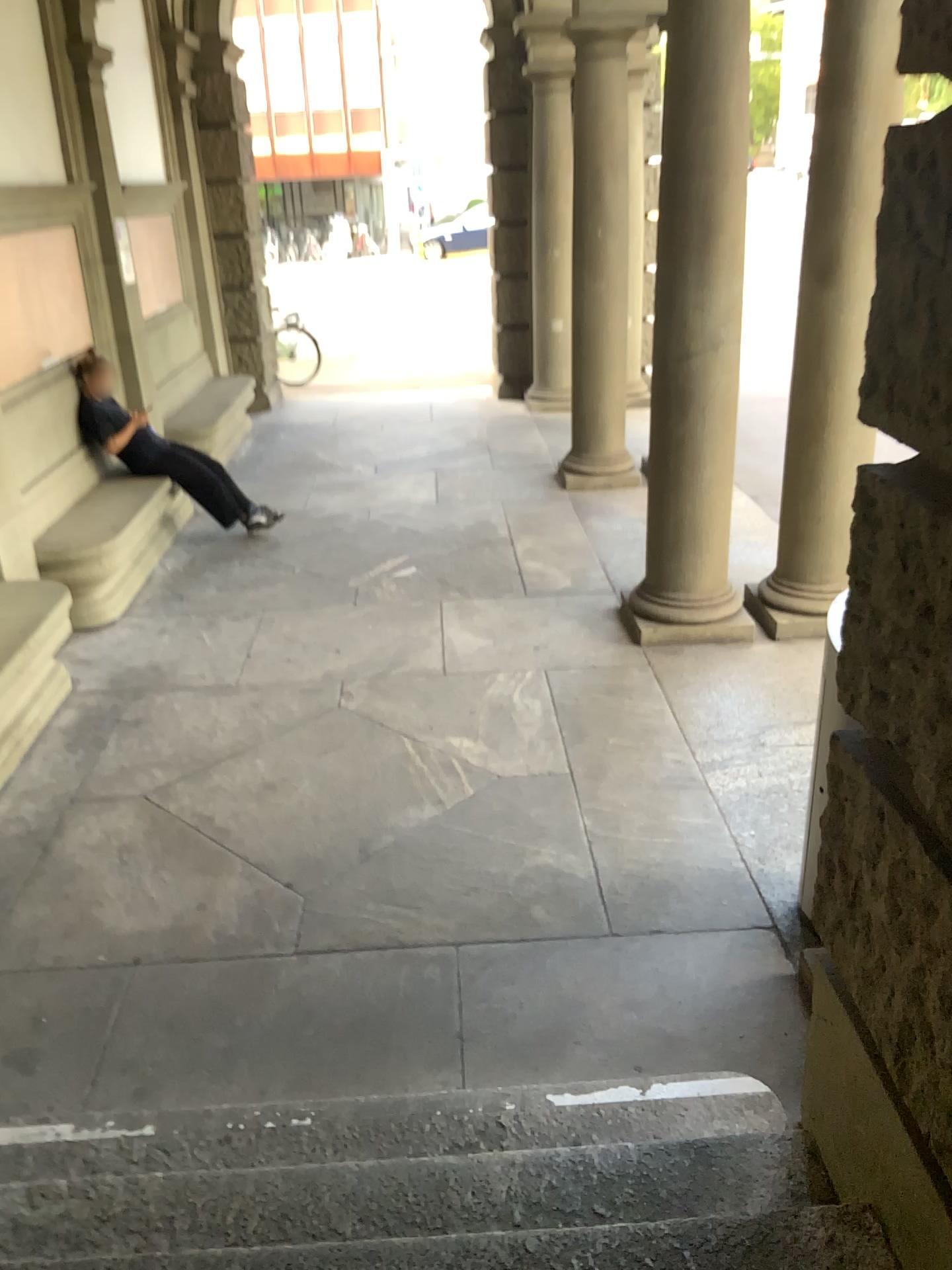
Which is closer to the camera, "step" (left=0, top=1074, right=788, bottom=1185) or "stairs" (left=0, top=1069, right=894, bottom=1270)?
"stairs" (left=0, top=1069, right=894, bottom=1270)

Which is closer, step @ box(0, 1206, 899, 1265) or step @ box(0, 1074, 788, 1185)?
step @ box(0, 1206, 899, 1265)

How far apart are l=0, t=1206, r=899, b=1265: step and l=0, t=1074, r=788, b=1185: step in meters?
0.3

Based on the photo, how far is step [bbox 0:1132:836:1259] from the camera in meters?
2.1 m

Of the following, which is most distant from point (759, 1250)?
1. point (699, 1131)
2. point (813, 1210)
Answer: point (699, 1131)

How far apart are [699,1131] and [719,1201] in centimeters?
29cm

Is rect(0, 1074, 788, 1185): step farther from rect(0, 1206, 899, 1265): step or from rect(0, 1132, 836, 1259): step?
rect(0, 1206, 899, 1265): step

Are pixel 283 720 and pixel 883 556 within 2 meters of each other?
no

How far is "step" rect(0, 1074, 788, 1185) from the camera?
2.35m

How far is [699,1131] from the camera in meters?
2.3 m
